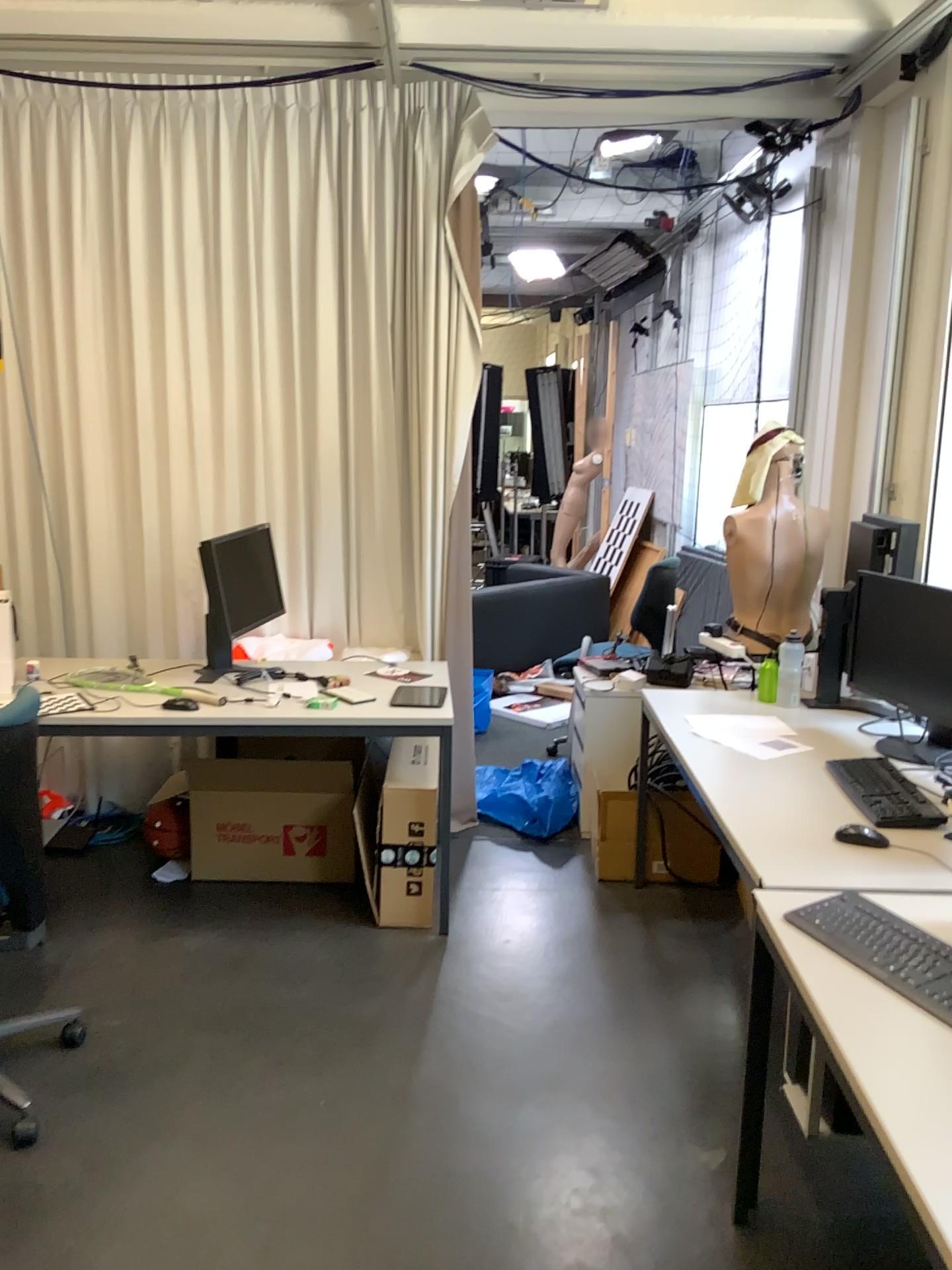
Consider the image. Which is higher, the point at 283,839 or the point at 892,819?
the point at 892,819

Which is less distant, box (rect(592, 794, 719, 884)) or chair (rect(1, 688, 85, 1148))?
chair (rect(1, 688, 85, 1148))

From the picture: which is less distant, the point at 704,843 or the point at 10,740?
the point at 10,740

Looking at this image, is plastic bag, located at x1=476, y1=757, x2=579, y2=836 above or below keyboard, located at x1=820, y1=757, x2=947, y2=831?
below

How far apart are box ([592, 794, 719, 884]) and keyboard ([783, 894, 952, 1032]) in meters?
1.7 m

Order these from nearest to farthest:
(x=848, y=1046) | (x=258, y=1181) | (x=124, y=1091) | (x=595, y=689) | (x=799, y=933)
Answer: (x=848, y=1046) < (x=799, y=933) < (x=258, y=1181) < (x=124, y=1091) < (x=595, y=689)

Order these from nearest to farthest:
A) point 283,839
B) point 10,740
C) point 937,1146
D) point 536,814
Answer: point 937,1146 → point 10,740 → point 283,839 → point 536,814

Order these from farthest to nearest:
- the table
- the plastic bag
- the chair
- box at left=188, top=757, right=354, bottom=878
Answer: the plastic bag < box at left=188, top=757, right=354, bottom=878 < the chair < the table

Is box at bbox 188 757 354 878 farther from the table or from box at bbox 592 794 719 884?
the table

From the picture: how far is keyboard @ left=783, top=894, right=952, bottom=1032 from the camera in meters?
1.7
